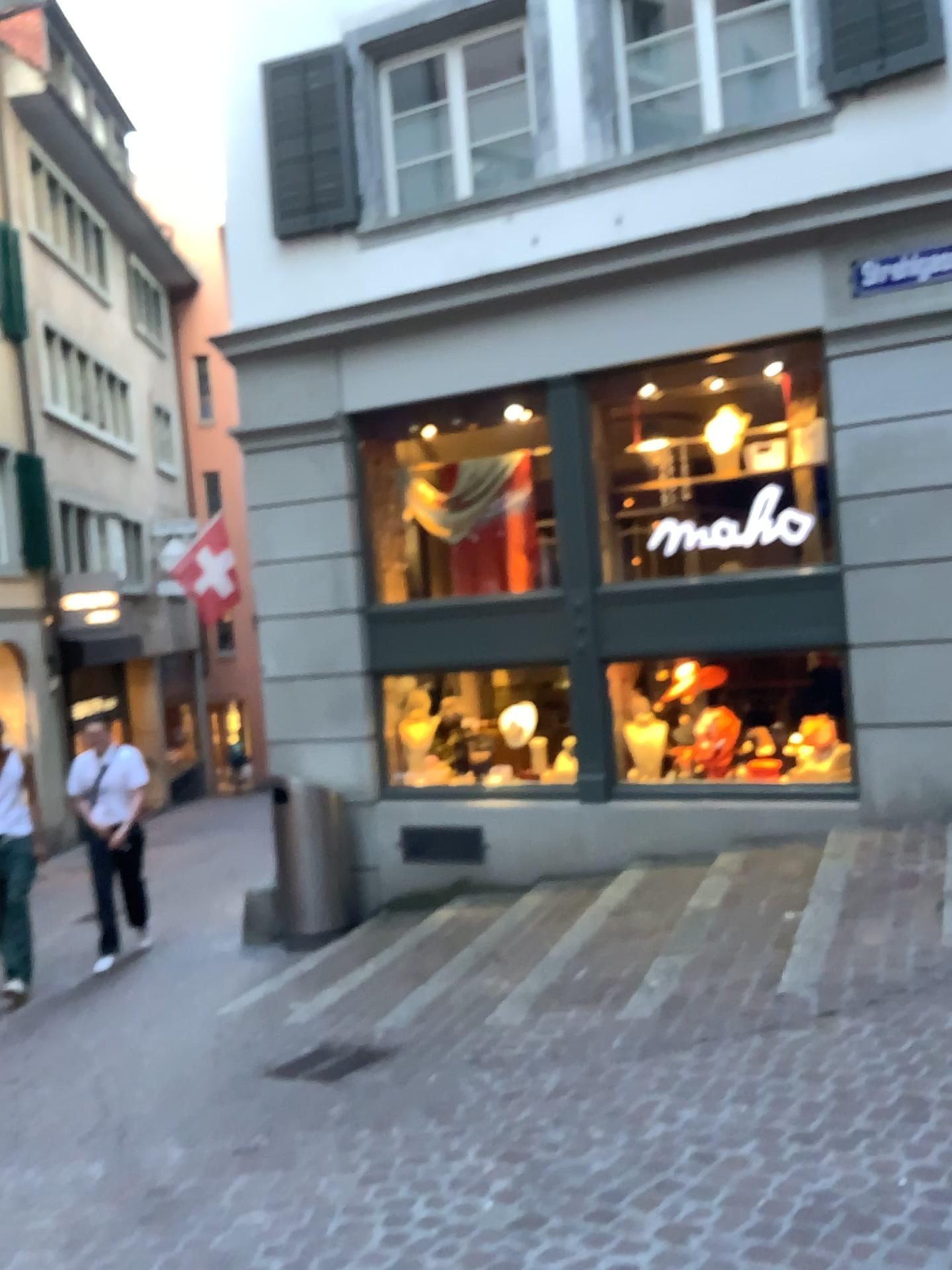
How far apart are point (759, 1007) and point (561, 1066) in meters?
0.9
